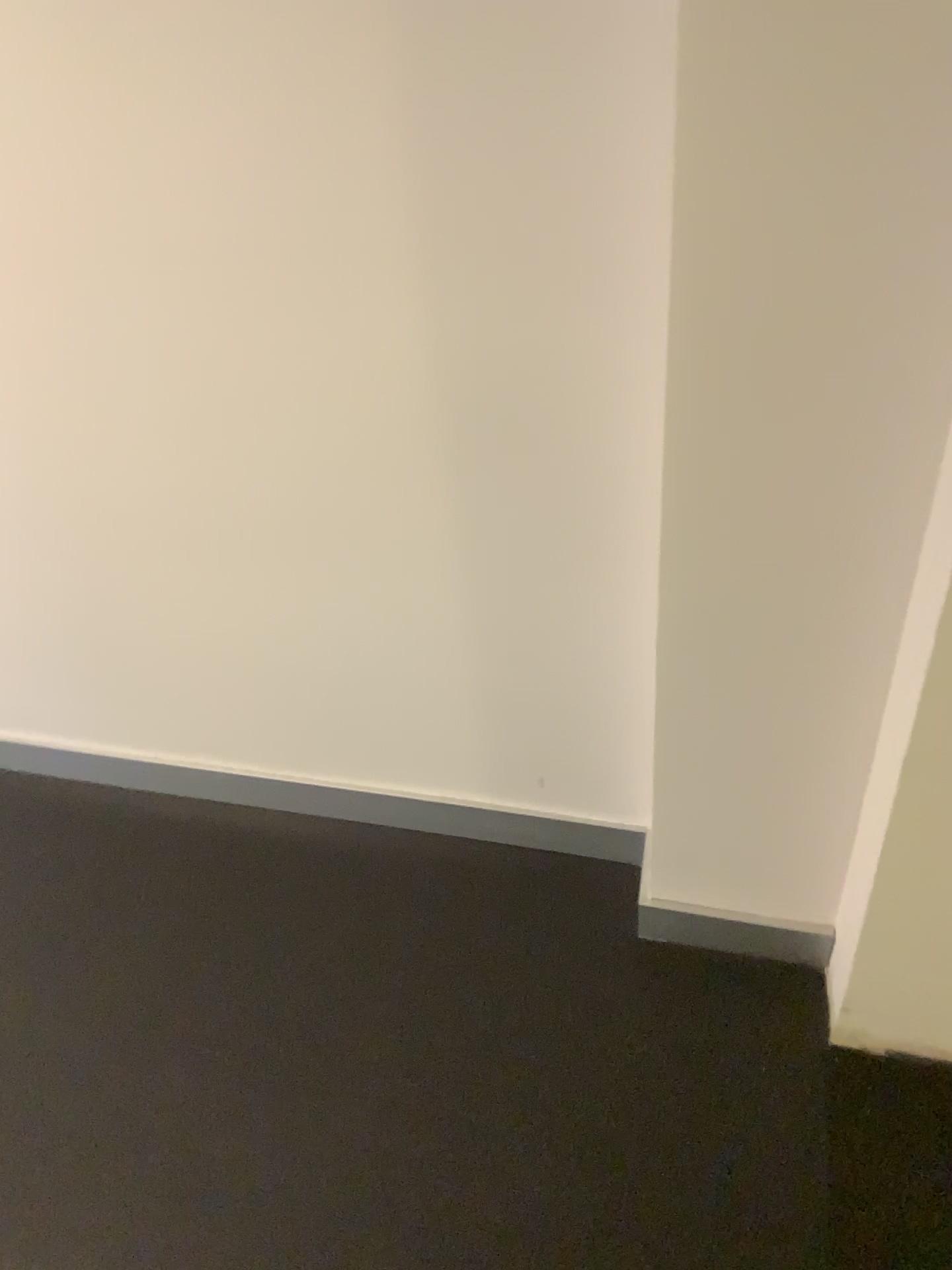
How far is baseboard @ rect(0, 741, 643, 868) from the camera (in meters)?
1.62

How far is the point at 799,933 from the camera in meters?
1.4 m

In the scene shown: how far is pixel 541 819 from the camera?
1.6m

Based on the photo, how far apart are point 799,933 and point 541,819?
0.4m

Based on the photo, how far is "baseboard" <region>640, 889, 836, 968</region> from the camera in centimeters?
145cm

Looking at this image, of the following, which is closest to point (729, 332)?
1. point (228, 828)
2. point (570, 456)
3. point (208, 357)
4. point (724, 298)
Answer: point (724, 298)
